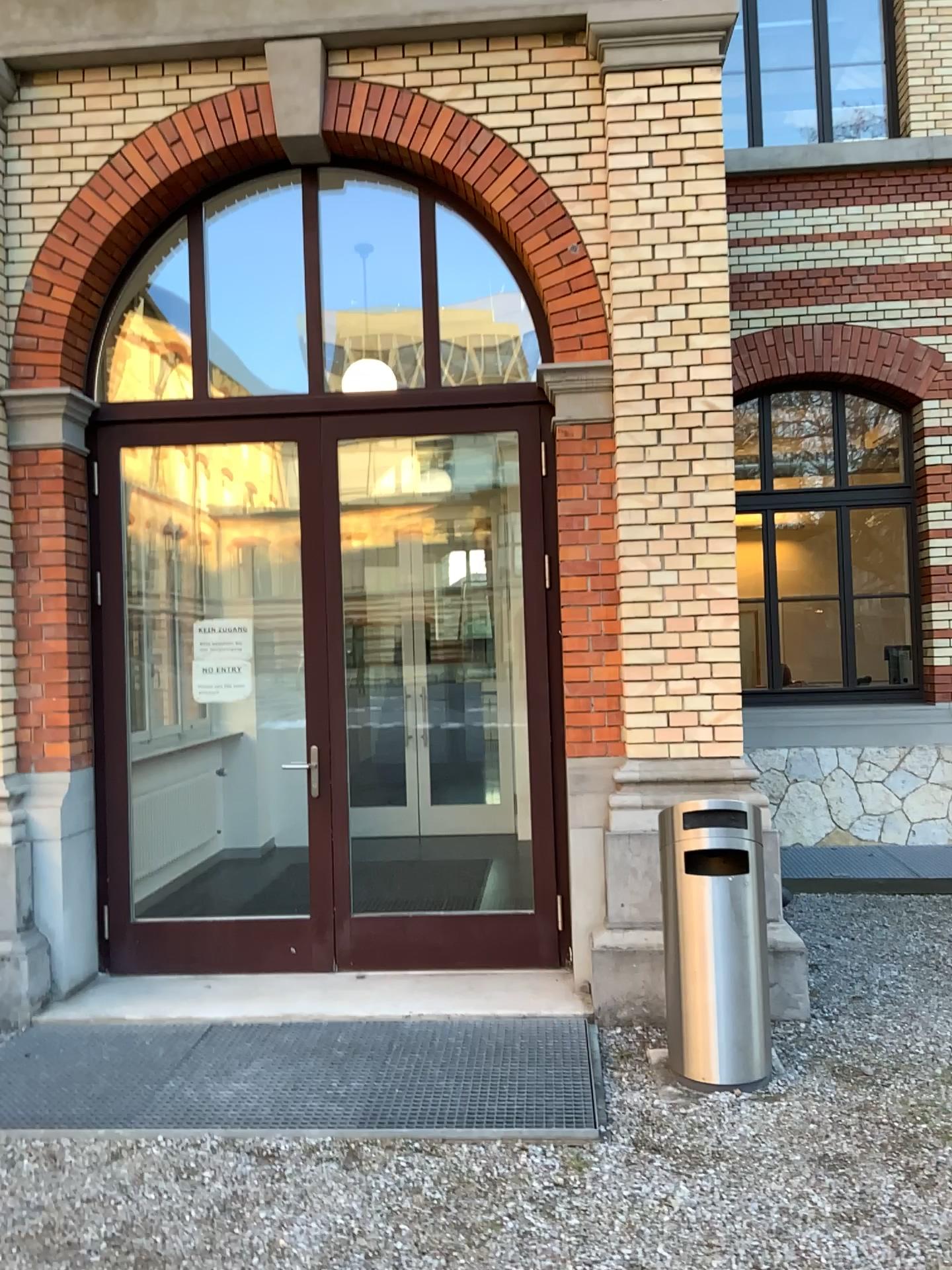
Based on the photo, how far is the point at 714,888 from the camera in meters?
3.8

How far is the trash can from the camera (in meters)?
3.78

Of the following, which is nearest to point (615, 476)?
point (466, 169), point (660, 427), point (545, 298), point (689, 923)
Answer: point (660, 427)

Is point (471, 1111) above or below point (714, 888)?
below
